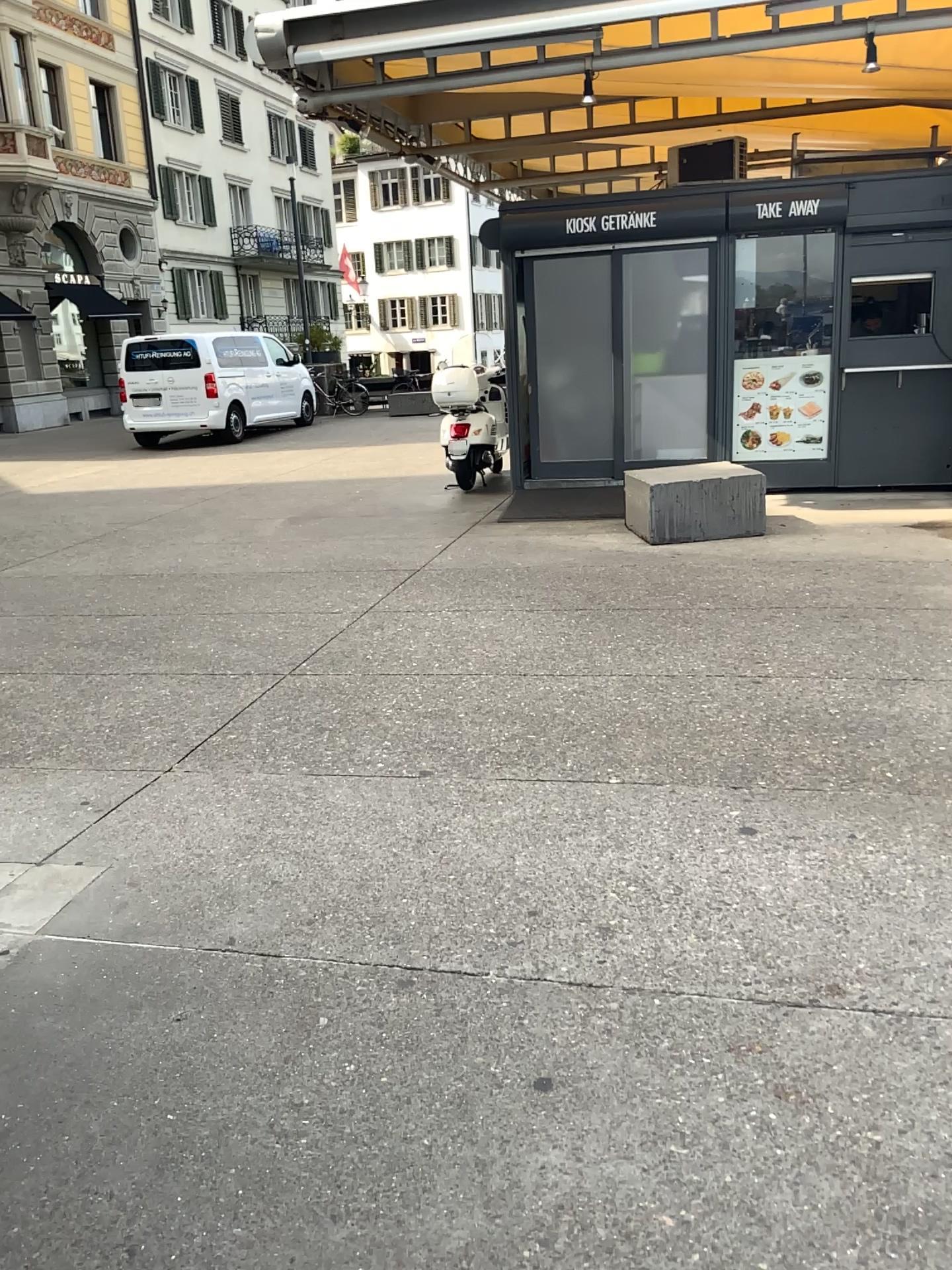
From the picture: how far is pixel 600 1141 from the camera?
1.92m
